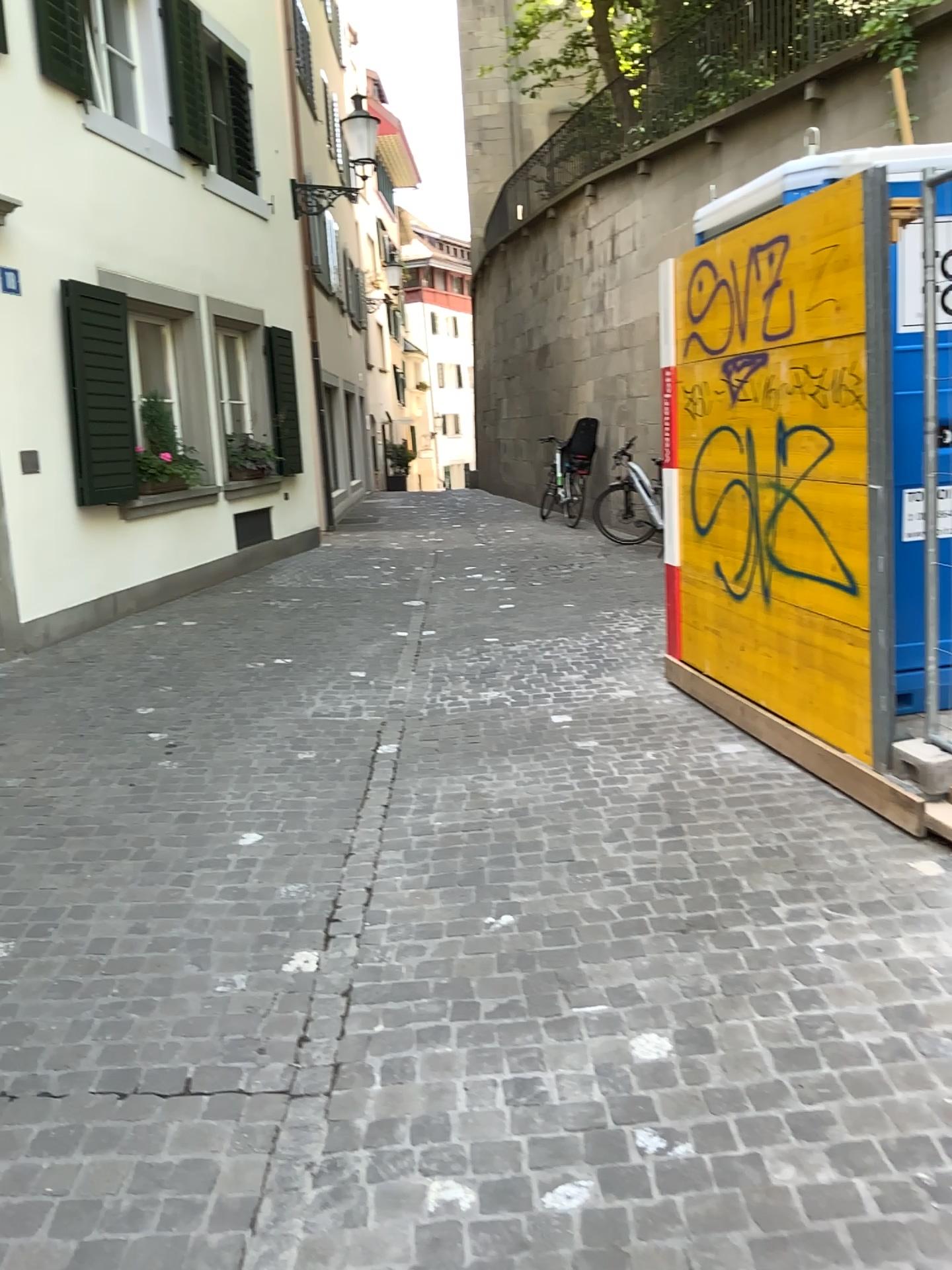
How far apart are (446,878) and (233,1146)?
1.3m
